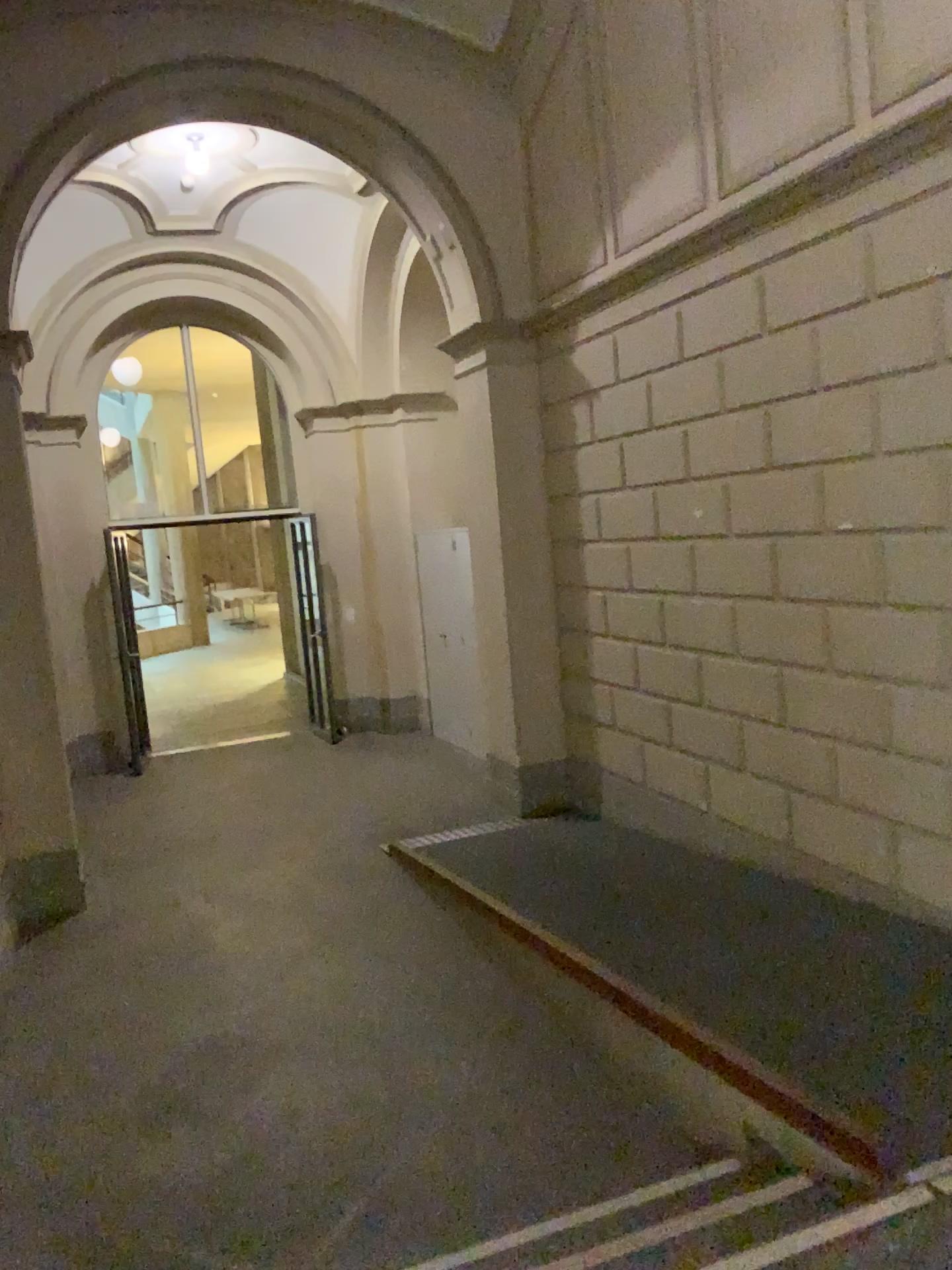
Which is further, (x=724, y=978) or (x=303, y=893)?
(x=303, y=893)

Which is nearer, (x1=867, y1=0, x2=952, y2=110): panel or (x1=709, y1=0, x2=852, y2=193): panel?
(x1=867, y1=0, x2=952, y2=110): panel

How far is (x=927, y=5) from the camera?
3.45m

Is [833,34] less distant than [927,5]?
No

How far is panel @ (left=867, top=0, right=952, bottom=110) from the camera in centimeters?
345cm
